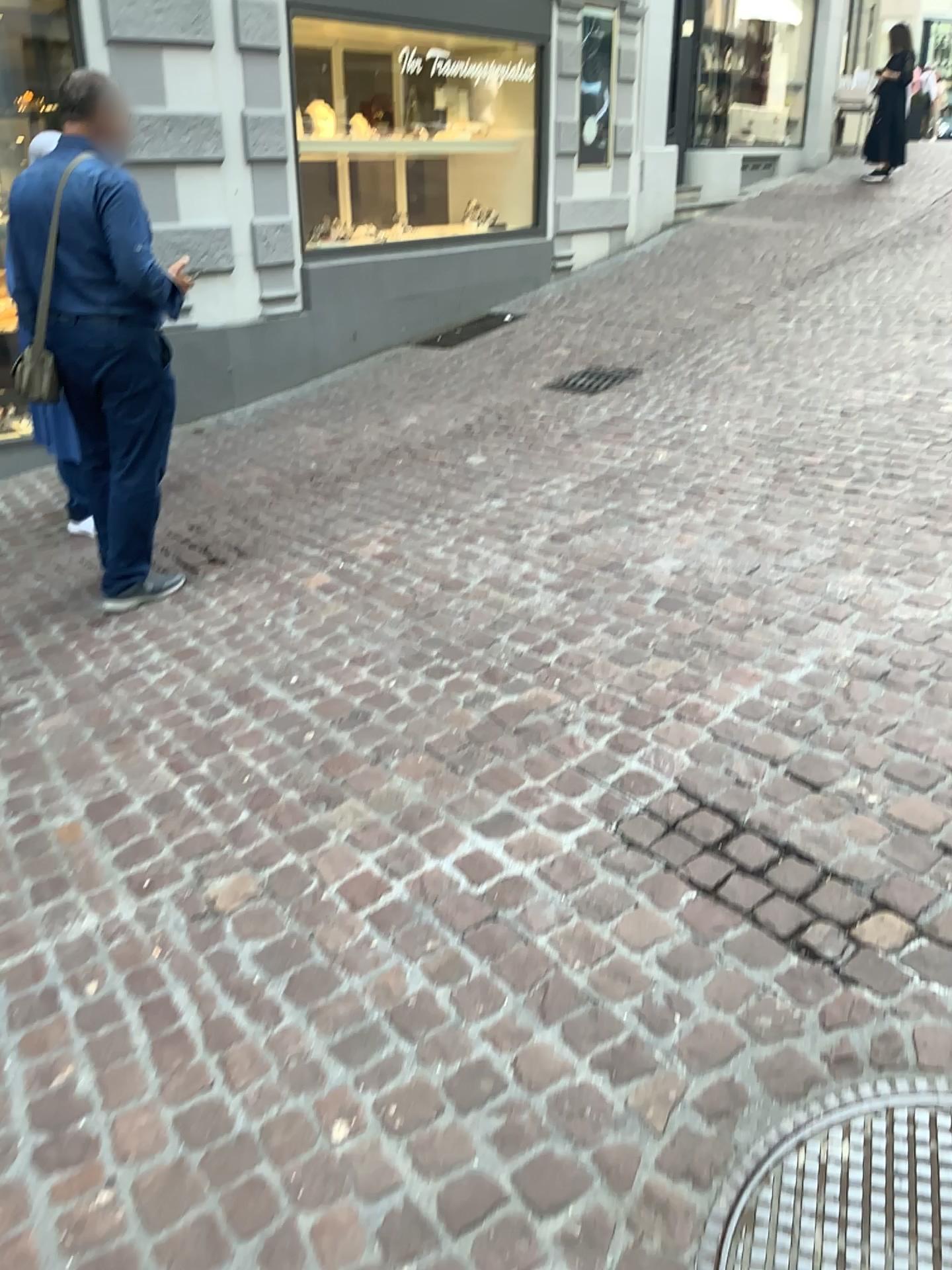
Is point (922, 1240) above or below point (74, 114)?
below

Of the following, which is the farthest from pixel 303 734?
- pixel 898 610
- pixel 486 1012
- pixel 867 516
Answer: pixel 867 516

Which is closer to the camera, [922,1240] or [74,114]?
[922,1240]

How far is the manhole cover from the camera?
1.4m

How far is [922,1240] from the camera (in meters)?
1.42

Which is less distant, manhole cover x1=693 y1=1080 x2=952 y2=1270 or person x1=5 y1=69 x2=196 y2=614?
manhole cover x1=693 y1=1080 x2=952 y2=1270
